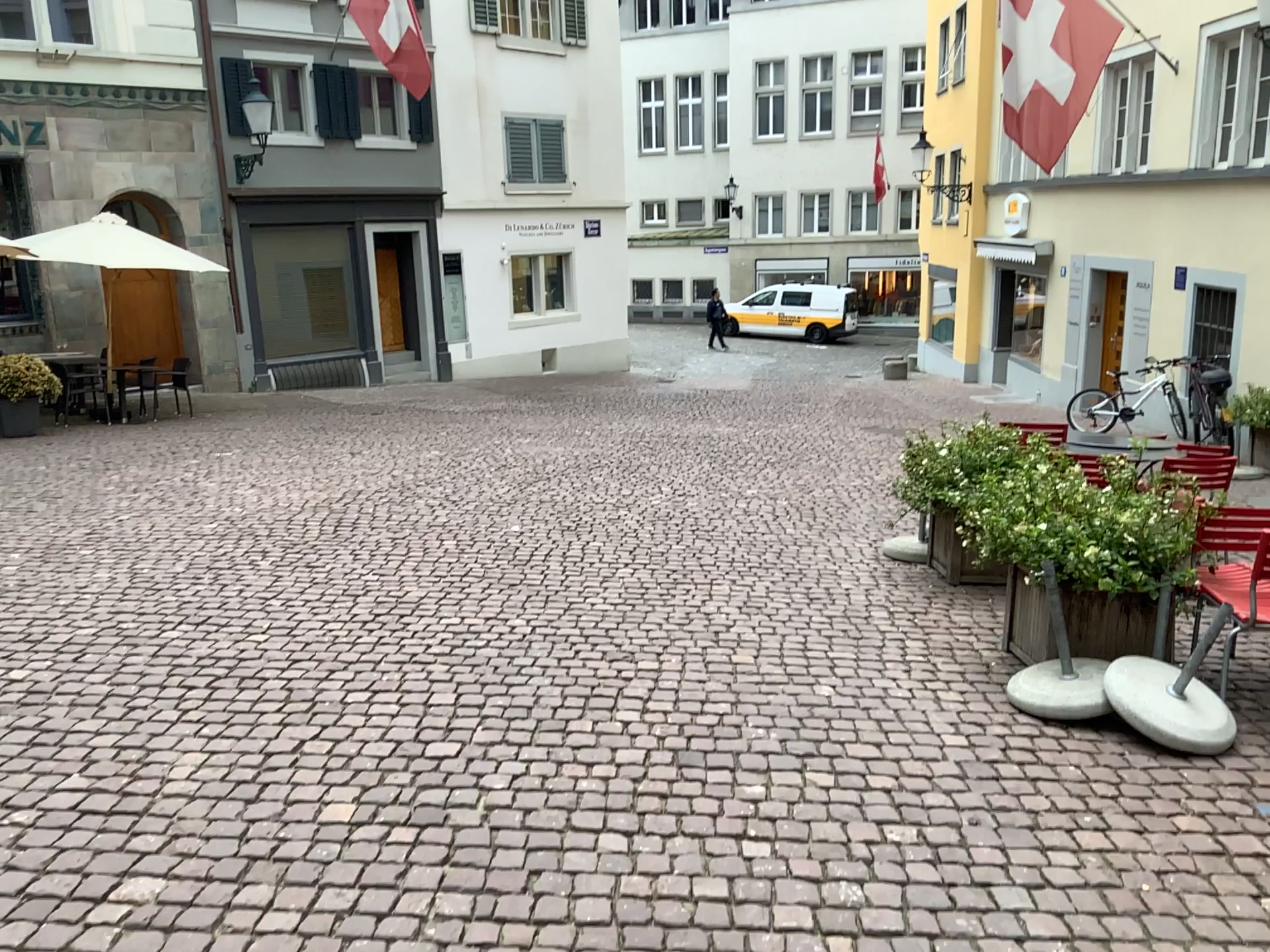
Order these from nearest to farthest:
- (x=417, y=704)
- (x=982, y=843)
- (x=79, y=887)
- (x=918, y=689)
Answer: (x=79, y=887) → (x=982, y=843) → (x=417, y=704) → (x=918, y=689)
